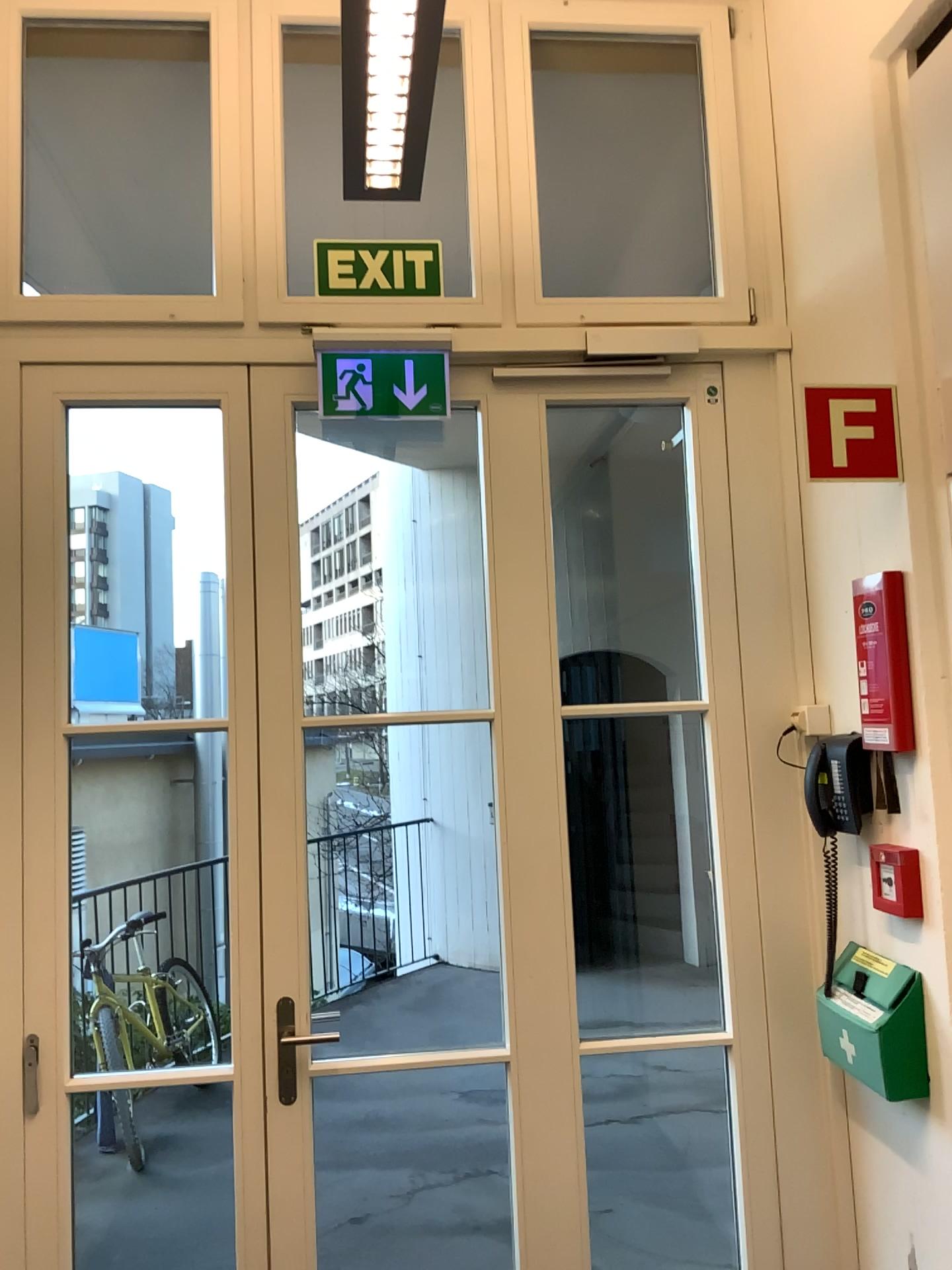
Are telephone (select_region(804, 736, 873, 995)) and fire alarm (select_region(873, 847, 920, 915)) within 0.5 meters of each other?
yes

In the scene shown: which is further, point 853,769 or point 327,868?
point 327,868

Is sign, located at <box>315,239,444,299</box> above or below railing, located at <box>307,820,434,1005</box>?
above

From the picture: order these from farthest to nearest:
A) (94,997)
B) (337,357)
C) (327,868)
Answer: (327,868)
(94,997)
(337,357)

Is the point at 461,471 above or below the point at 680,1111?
above

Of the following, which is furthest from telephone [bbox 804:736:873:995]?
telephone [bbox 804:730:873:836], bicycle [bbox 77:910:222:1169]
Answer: bicycle [bbox 77:910:222:1169]

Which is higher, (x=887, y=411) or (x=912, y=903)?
(x=887, y=411)

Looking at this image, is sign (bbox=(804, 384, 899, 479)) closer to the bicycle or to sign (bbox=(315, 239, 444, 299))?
sign (bbox=(315, 239, 444, 299))

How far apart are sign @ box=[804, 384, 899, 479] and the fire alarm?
0.8m

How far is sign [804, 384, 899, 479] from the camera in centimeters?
209cm
